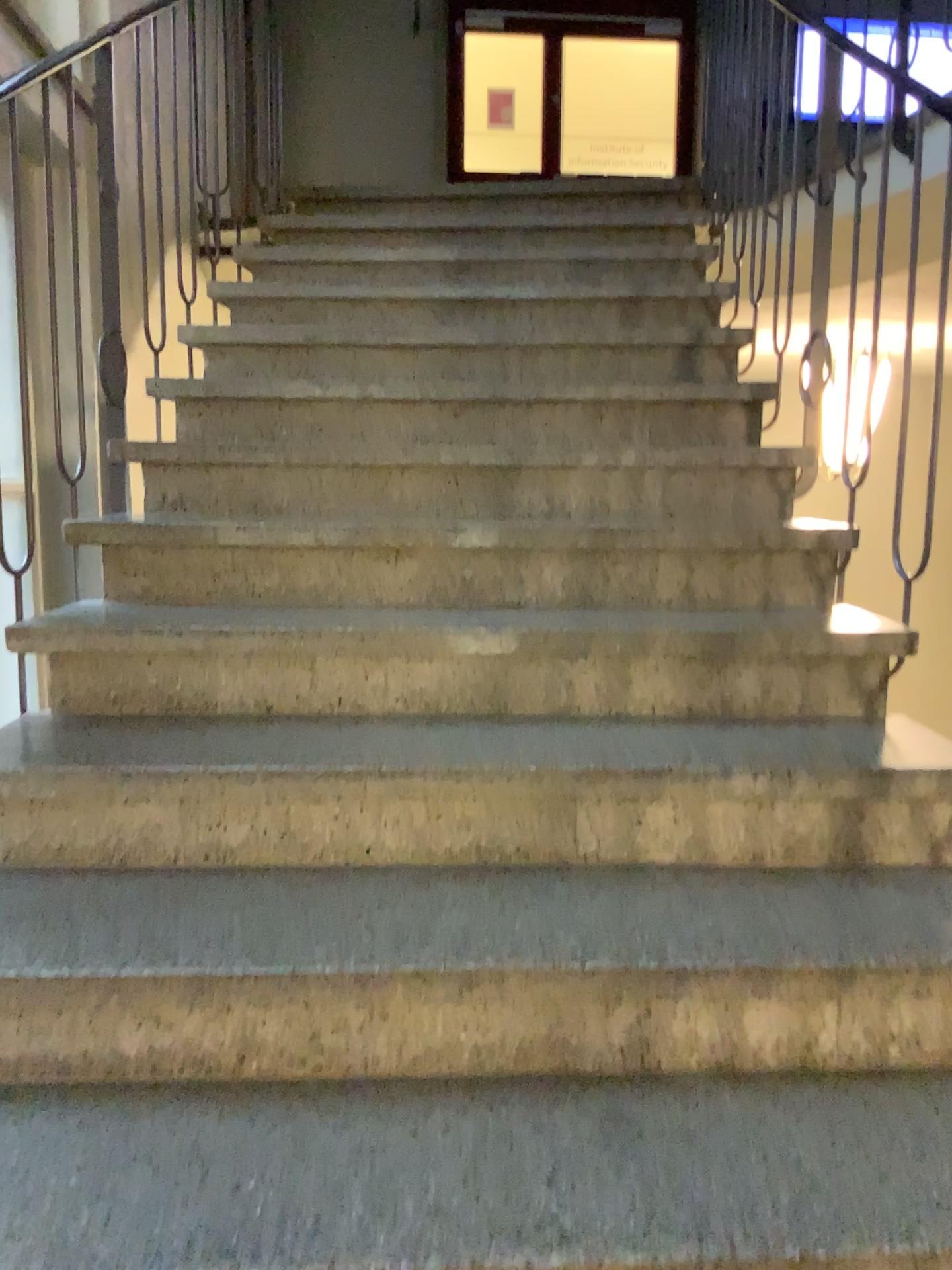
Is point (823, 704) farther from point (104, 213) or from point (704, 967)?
point (104, 213)
